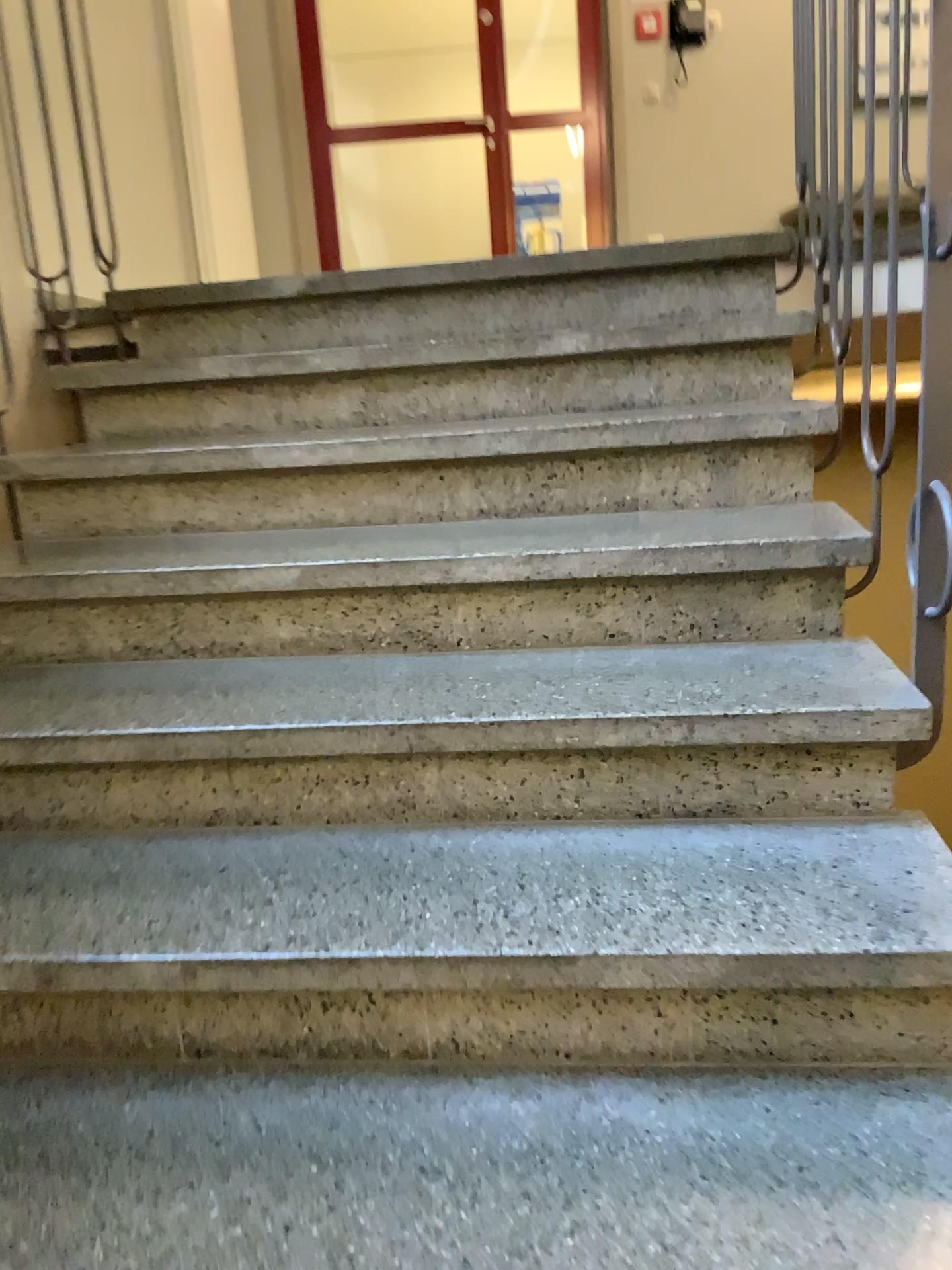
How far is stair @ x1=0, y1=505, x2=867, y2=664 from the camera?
1.7m

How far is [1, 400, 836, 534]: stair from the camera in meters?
1.9 m

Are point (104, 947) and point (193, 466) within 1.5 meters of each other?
yes

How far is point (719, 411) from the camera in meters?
1.9 m

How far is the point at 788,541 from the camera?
1.7 meters

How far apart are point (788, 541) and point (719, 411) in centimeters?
33cm
